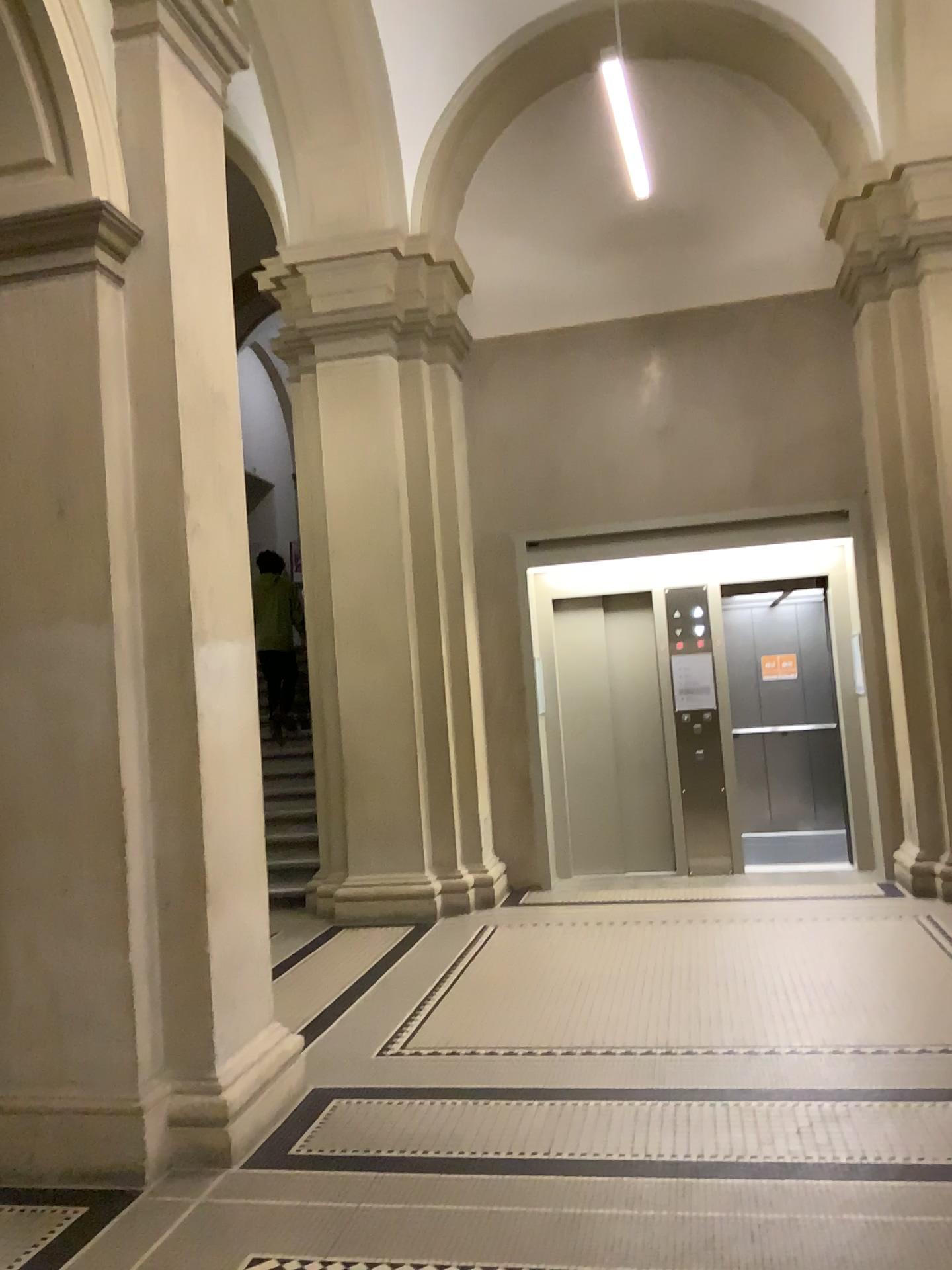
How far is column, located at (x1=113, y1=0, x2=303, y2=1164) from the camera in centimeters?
359cm

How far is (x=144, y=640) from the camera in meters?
3.6

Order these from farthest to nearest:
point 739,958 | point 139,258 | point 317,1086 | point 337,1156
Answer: point 739,958 → point 317,1086 → point 139,258 → point 337,1156
